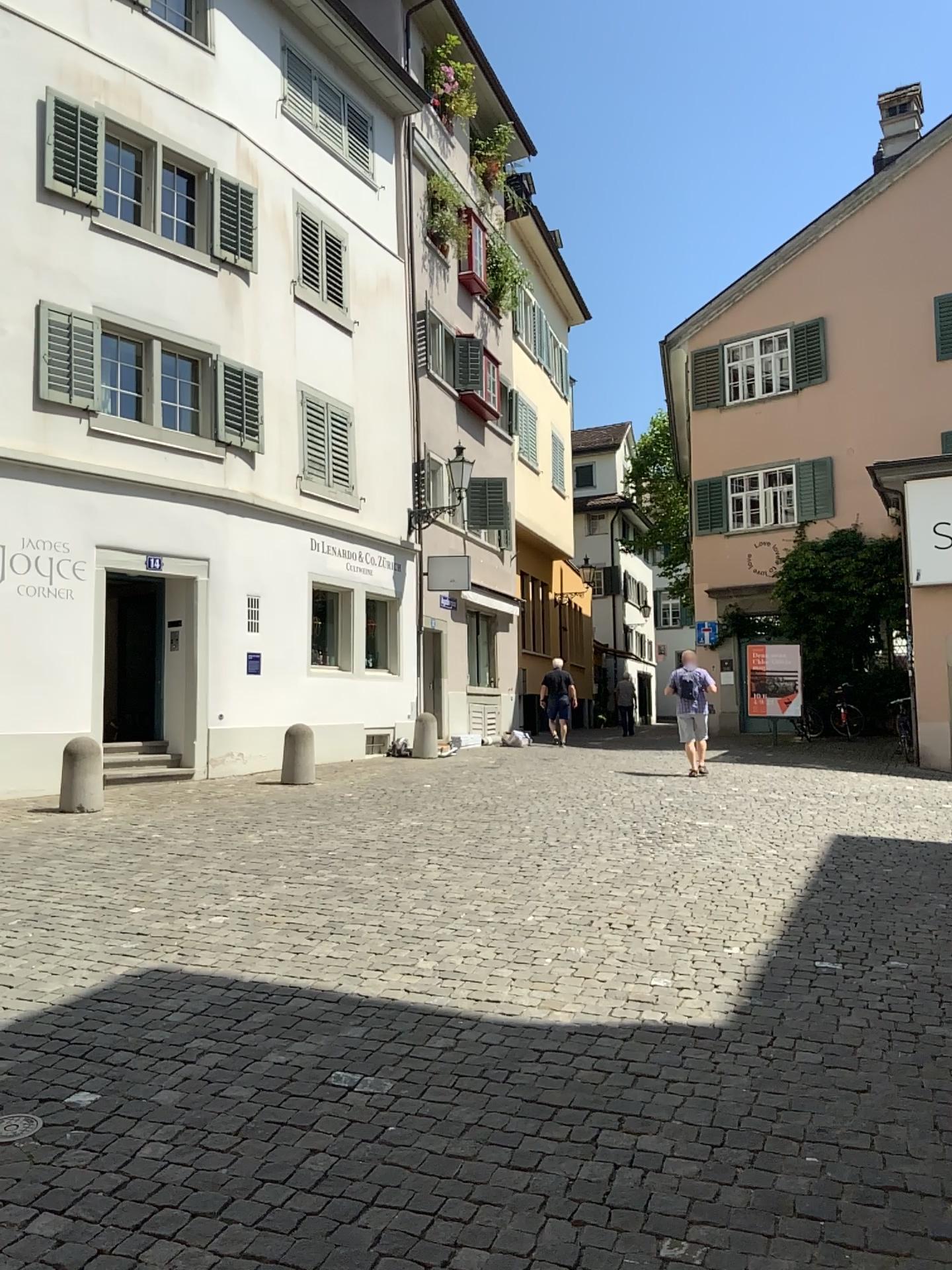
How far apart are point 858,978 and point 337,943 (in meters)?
2.48
